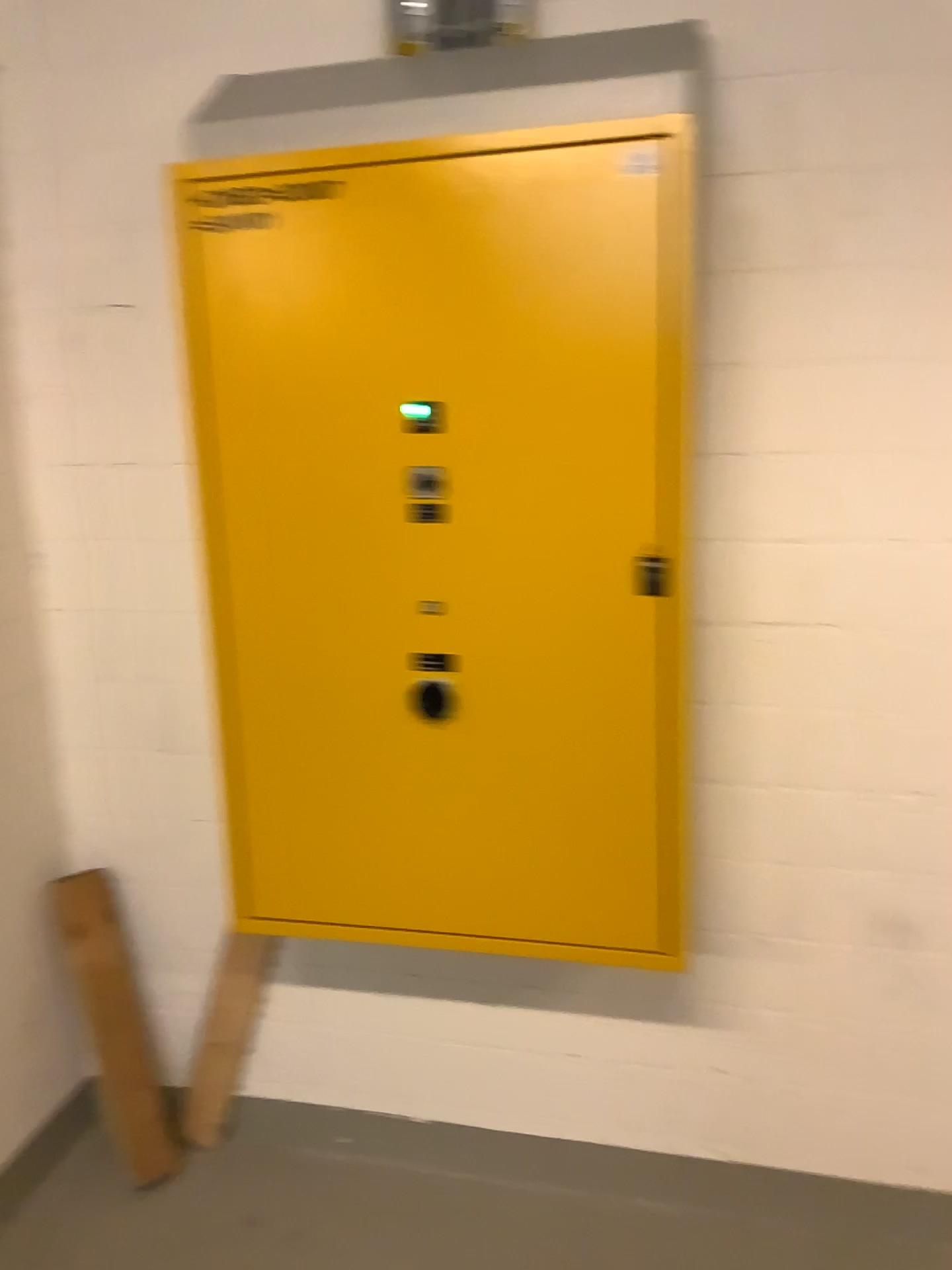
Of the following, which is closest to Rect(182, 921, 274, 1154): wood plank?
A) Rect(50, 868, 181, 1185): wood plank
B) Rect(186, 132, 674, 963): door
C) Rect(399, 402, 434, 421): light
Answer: Rect(50, 868, 181, 1185): wood plank

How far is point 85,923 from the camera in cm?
223

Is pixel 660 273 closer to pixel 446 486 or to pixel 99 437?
pixel 446 486

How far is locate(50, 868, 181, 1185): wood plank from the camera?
2.2 meters

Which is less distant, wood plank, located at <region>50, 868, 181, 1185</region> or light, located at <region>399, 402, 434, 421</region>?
light, located at <region>399, 402, 434, 421</region>

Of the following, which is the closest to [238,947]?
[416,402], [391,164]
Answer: [416,402]

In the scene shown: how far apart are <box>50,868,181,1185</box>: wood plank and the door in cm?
55

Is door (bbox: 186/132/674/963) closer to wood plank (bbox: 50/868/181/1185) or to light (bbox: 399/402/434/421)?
light (bbox: 399/402/434/421)

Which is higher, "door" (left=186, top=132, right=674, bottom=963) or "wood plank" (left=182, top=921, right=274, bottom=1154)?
"door" (left=186, top=132, right=674, bottom=963)

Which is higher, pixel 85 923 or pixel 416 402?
pixel 416 402
